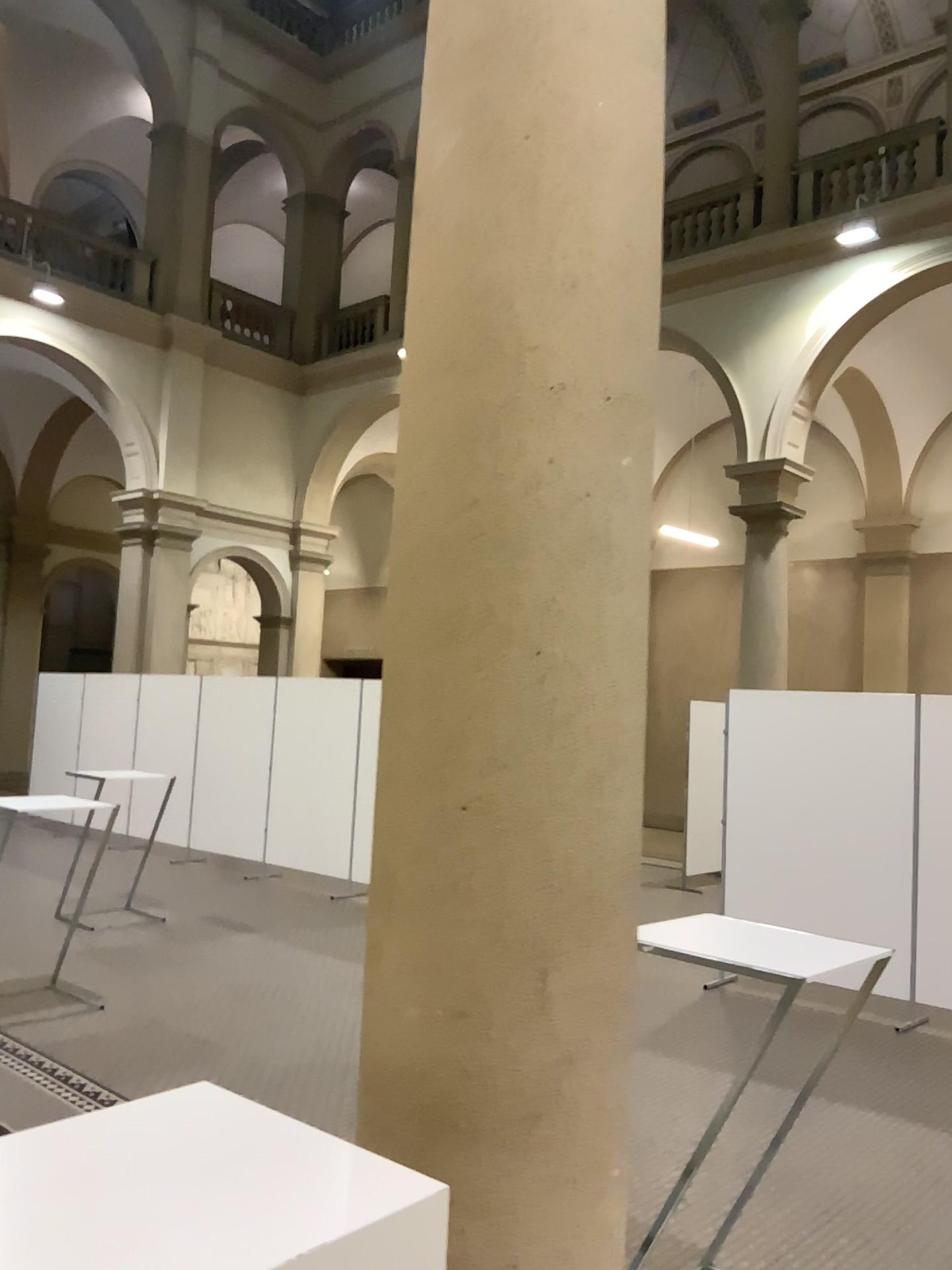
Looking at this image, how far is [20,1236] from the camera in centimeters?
135cm

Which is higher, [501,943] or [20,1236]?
Result: [501,943]

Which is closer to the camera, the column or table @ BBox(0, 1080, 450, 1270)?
table @ BBox(0, 1080, 450, 1270)

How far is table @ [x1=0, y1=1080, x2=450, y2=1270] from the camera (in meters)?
1.35

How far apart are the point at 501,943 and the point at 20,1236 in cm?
83

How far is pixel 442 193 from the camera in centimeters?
208cm

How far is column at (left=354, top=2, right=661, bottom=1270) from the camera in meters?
1.9 m
